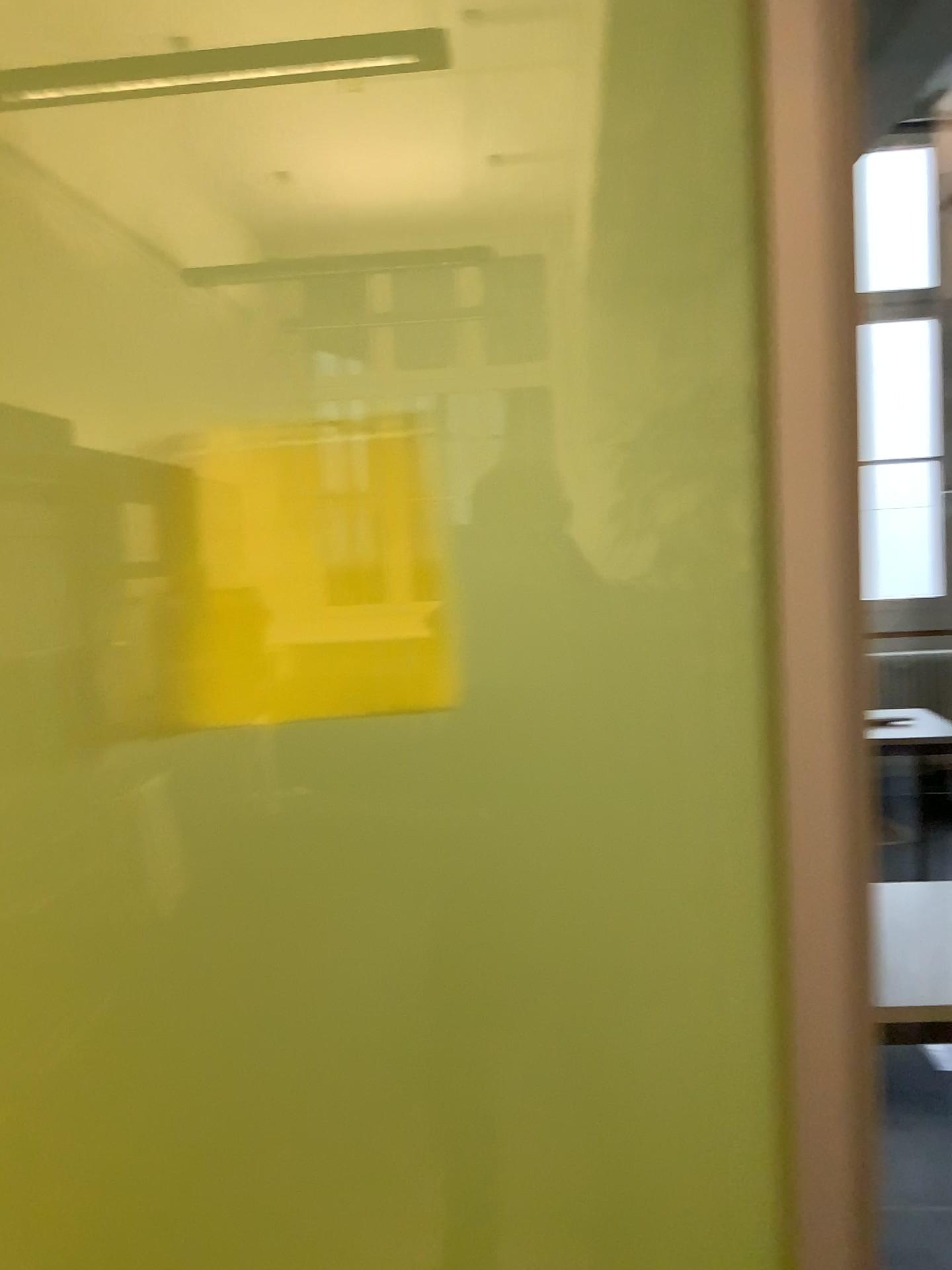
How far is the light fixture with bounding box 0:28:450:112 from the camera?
0.8m

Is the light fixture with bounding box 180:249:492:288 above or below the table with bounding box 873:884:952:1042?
above

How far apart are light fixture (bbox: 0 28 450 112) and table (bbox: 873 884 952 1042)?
1.34m

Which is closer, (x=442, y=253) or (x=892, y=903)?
(x=442, y=253)

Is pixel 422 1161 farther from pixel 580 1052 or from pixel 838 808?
pixel 838 808

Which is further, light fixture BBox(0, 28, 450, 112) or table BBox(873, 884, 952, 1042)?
table BBox(873, 884, 952, 1042)

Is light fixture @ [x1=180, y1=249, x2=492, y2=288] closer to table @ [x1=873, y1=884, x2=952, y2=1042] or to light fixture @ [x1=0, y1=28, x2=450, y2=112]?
light fixture @ [x1=0, y1=28, x2=450, y2=112]

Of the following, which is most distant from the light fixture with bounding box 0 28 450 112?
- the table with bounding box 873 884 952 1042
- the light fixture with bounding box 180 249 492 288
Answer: the table with bounding box 873 884 952 1042

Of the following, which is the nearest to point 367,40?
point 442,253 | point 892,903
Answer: point 442,253

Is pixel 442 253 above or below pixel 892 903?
above
